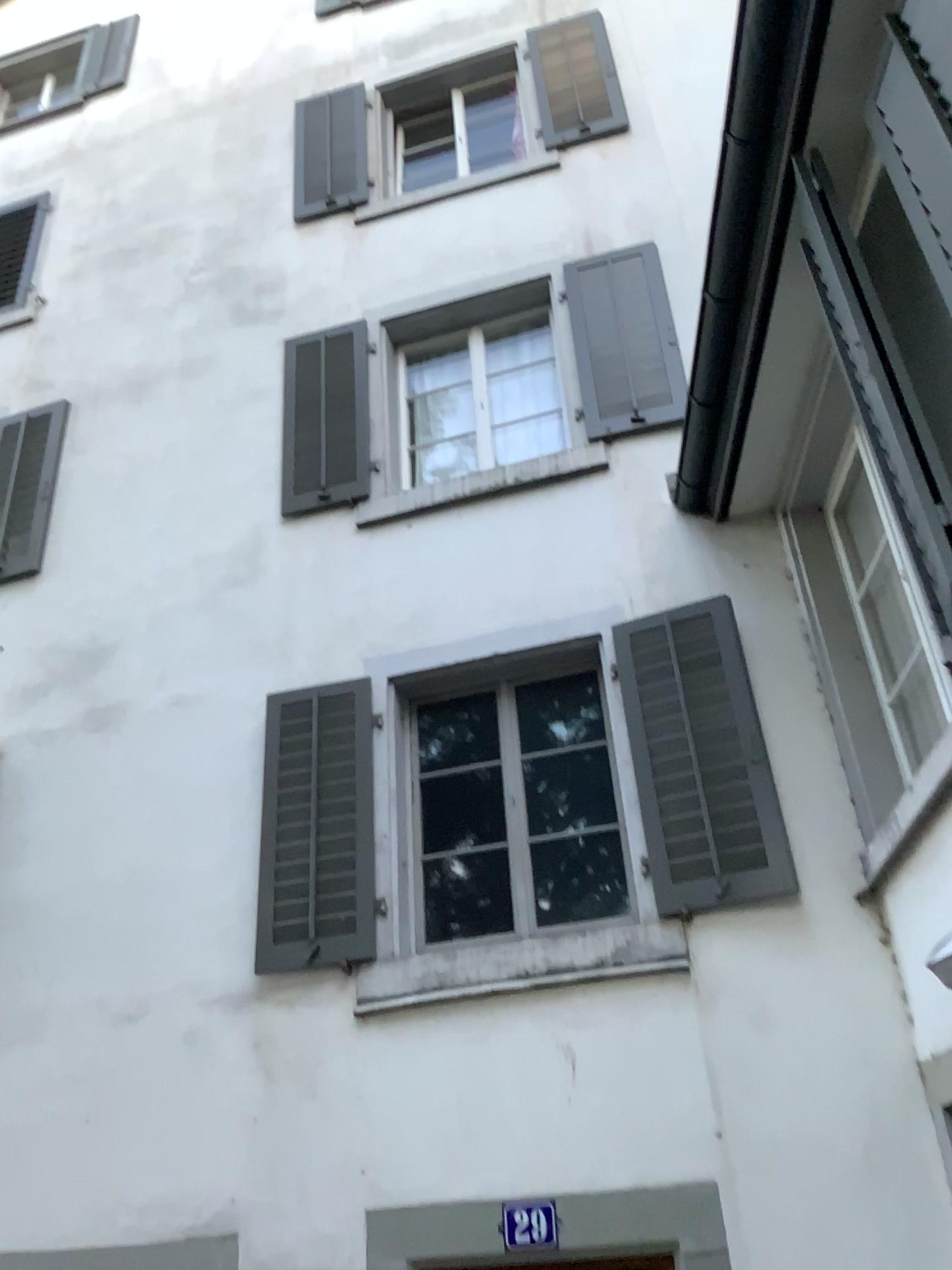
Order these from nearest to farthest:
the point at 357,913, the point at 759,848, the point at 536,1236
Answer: the point at 536,1236 → the point at 759,848 → the point at 357,913

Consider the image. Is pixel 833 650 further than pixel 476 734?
No

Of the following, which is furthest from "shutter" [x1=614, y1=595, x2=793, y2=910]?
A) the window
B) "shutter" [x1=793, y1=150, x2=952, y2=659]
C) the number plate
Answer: "shutter" [x1=793, y1=150, x2=952, y2=659]

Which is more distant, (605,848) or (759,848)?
(605,848)

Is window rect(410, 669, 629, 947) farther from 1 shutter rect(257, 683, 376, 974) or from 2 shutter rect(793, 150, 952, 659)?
2 shutter rect(793, 150, 952, 659)

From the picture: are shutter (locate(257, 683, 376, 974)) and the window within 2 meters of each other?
yes

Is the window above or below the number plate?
above

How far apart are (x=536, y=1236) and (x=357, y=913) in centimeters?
145cm

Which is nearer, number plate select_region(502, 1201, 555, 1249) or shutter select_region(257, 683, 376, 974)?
number plate select_region(502, 1201, 555, 1249)

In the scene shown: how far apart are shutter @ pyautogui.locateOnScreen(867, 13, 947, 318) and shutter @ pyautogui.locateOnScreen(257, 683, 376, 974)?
3.2m
